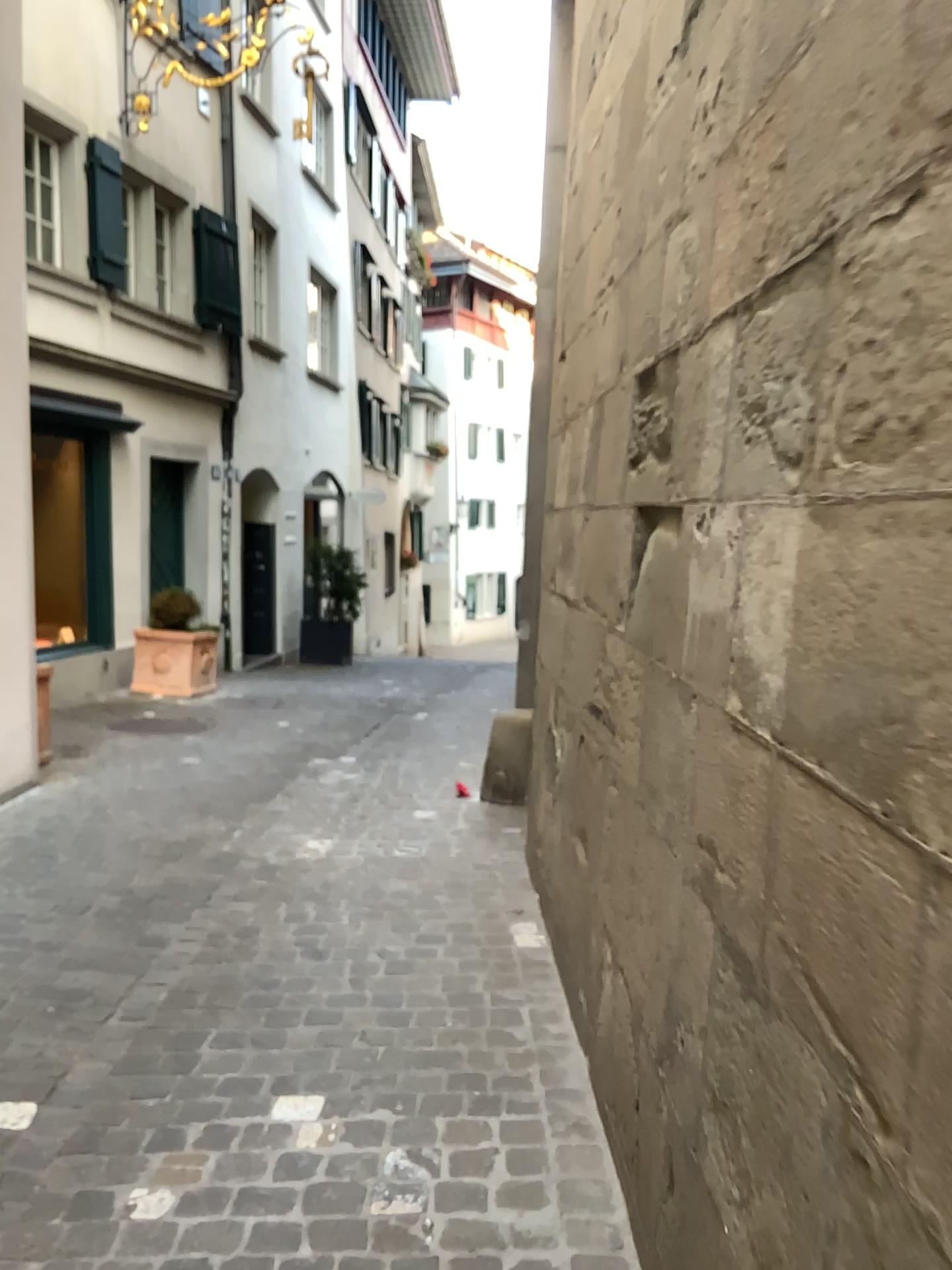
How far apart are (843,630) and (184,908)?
3.0m
